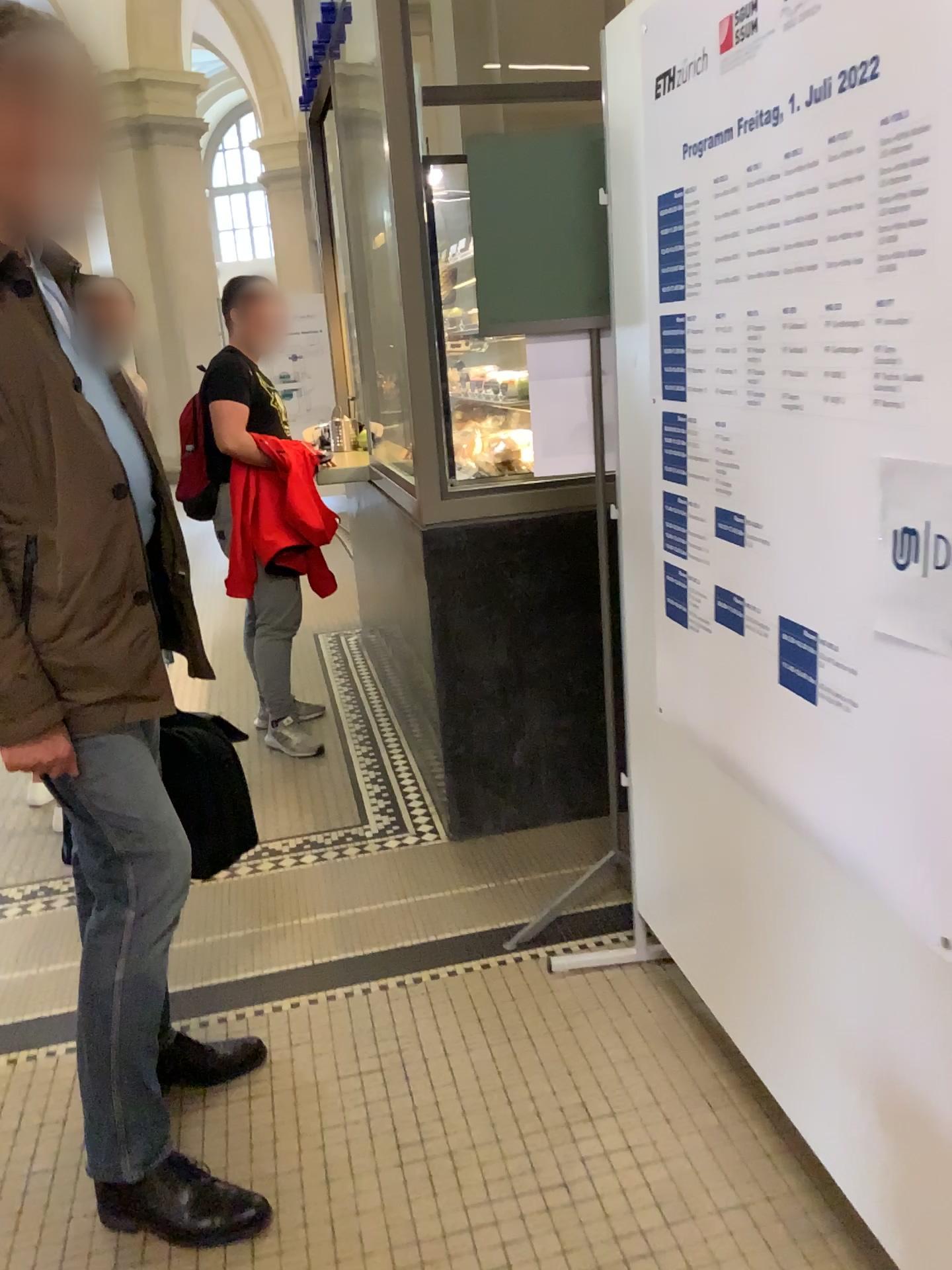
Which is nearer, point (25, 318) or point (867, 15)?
point (867, 15)

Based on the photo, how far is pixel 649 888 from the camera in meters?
2.3 m

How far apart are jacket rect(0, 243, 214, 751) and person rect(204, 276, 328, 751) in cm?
199

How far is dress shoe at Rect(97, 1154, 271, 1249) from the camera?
1.76m

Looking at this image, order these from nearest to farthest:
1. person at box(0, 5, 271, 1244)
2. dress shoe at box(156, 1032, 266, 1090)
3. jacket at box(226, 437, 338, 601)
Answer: person at box(0, 5, 271, 1244) → dress shoe at box(156, 1032, 266, 1090) → jacket at box(226, 437, 338, 601)

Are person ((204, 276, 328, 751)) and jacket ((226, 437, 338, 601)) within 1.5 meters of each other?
yes

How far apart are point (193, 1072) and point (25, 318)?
1.5 meters

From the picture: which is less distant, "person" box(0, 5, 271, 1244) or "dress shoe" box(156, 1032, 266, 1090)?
"person" box(0, 5, 271, 1244)

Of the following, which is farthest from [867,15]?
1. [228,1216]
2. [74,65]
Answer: [228,1216]

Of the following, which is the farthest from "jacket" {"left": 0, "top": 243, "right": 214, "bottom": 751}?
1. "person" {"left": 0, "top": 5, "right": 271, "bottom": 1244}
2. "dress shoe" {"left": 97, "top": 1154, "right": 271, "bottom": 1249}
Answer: "dress shoe" {"left": 97, "top": 1154, "right": 271, "bottom": 1249}
